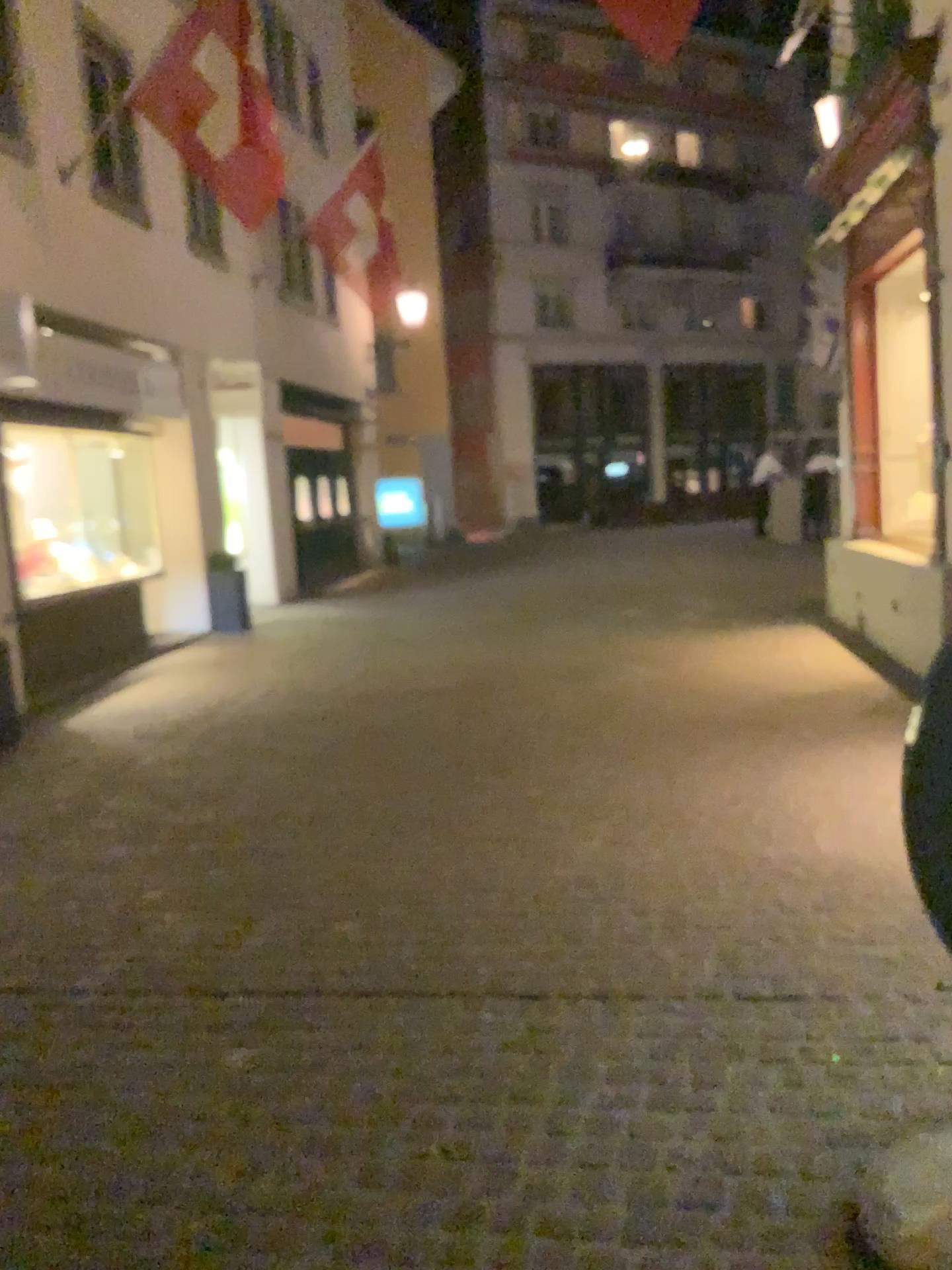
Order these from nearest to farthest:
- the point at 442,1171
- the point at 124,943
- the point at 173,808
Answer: the point at 442,1171 < the point at 124,943 < the point at 173,808
